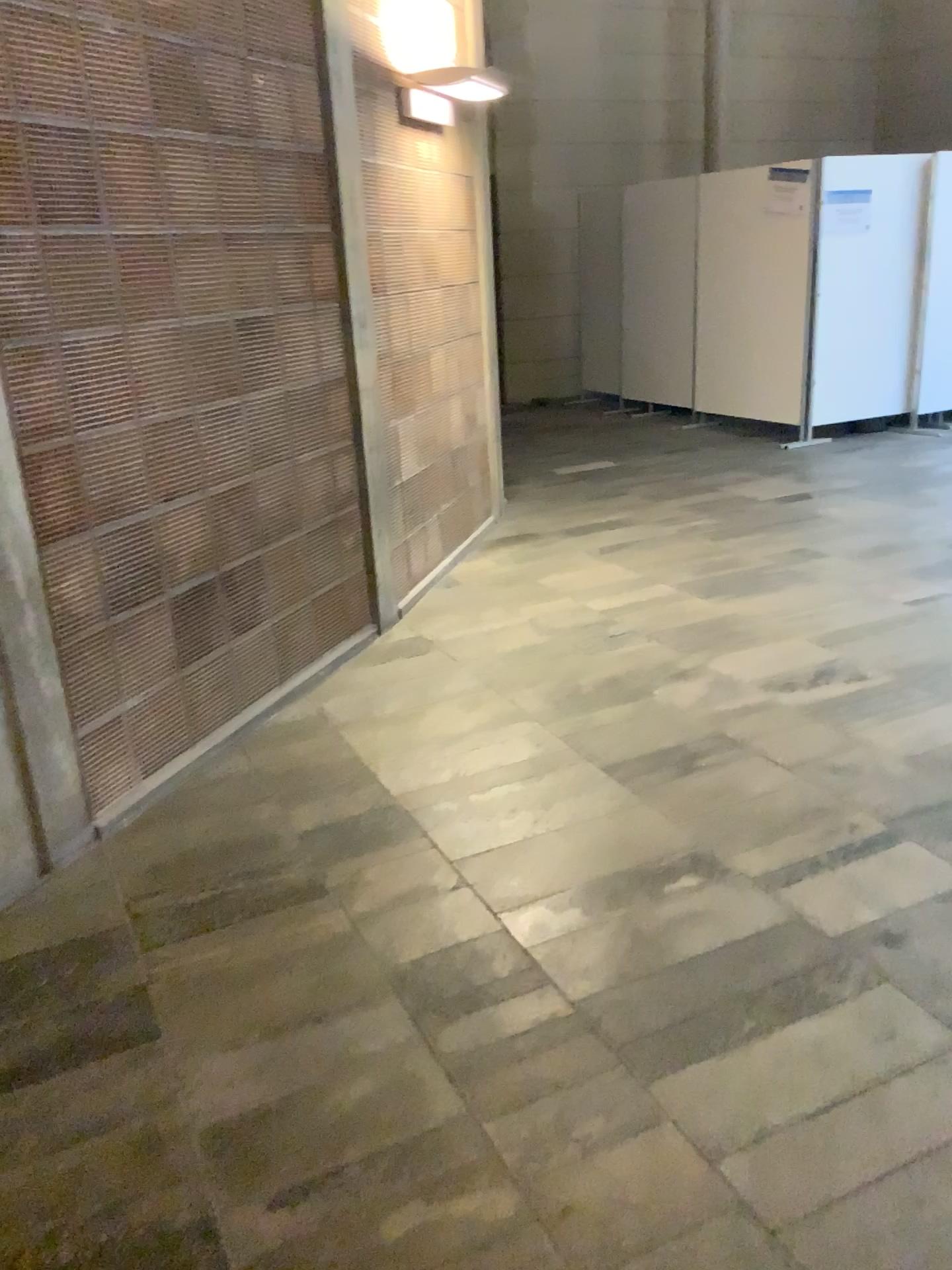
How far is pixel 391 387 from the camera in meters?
4.5
